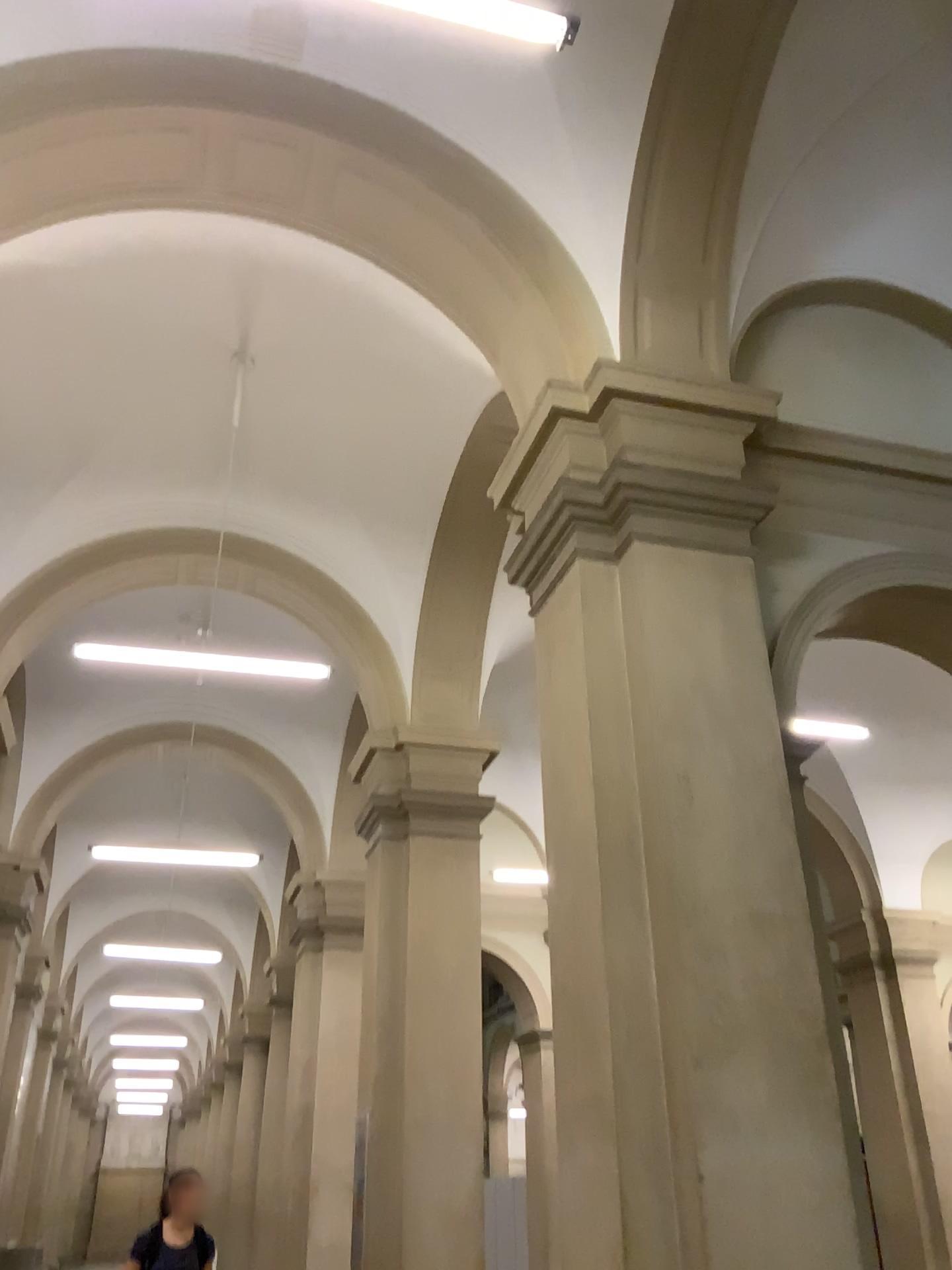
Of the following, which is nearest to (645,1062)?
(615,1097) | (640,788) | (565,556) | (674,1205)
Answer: (615,1097)
